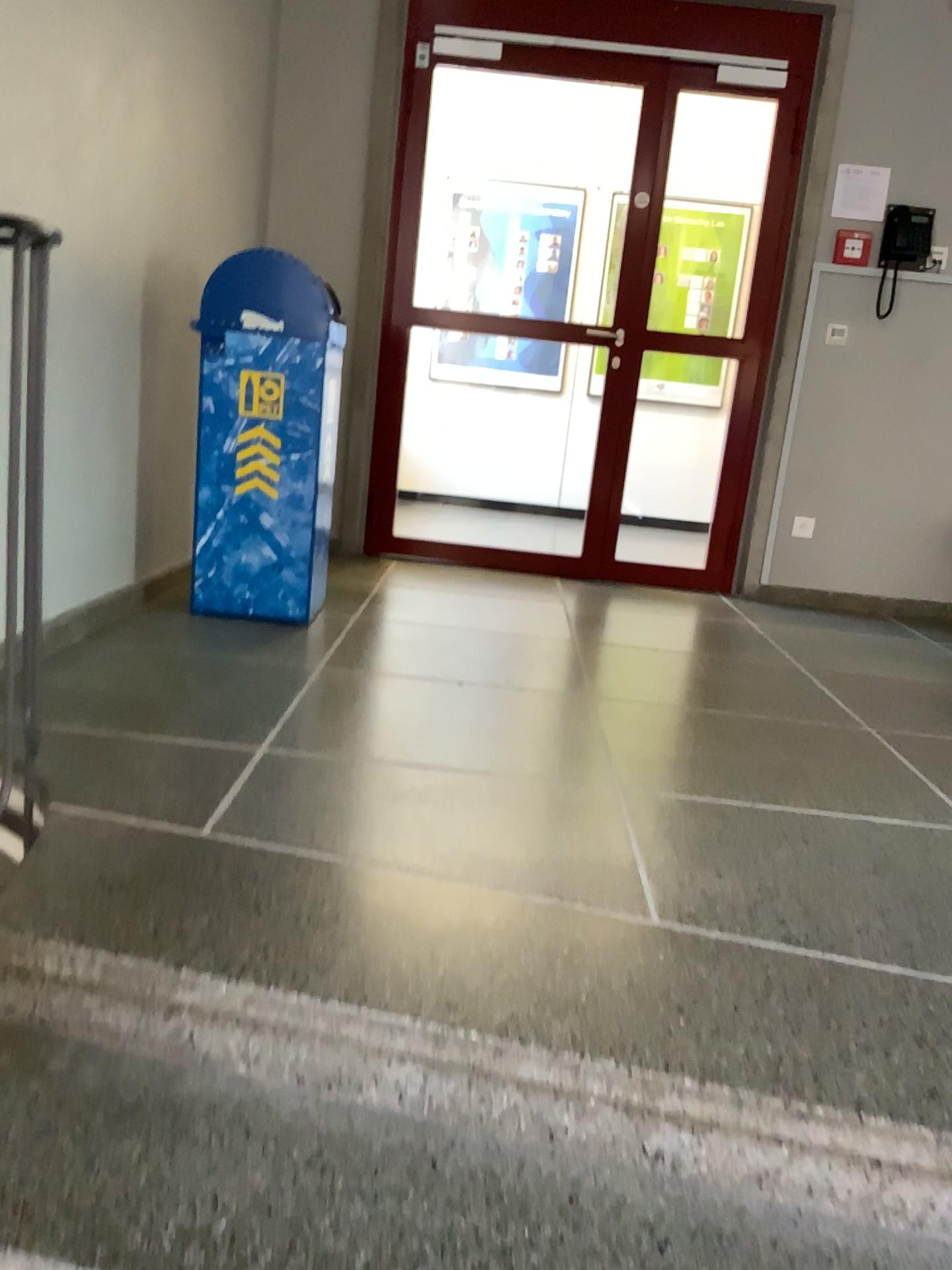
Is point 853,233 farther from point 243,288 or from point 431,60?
point 243,288

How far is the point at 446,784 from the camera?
2.0 meters

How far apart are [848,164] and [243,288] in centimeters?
270cm

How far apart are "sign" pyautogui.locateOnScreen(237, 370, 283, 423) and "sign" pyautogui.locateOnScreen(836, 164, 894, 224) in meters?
2.6

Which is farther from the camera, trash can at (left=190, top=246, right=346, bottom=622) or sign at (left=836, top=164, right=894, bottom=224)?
sign at (left=836, top=164, right=894, bottom=224)

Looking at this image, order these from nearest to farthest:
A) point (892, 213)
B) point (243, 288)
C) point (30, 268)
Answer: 1. point (30, 268)
2. point (243, 288)
3. point (892, 213)

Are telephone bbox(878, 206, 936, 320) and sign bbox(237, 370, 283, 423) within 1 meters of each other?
no

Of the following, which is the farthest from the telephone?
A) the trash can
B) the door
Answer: the trash can

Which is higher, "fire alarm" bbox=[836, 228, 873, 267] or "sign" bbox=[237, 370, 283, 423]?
"fire alarm" bbox=[836, 228, 873, 267]

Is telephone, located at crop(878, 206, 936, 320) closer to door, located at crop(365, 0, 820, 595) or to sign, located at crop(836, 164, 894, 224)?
sign, located at crop(836, 164, 894, 224)
